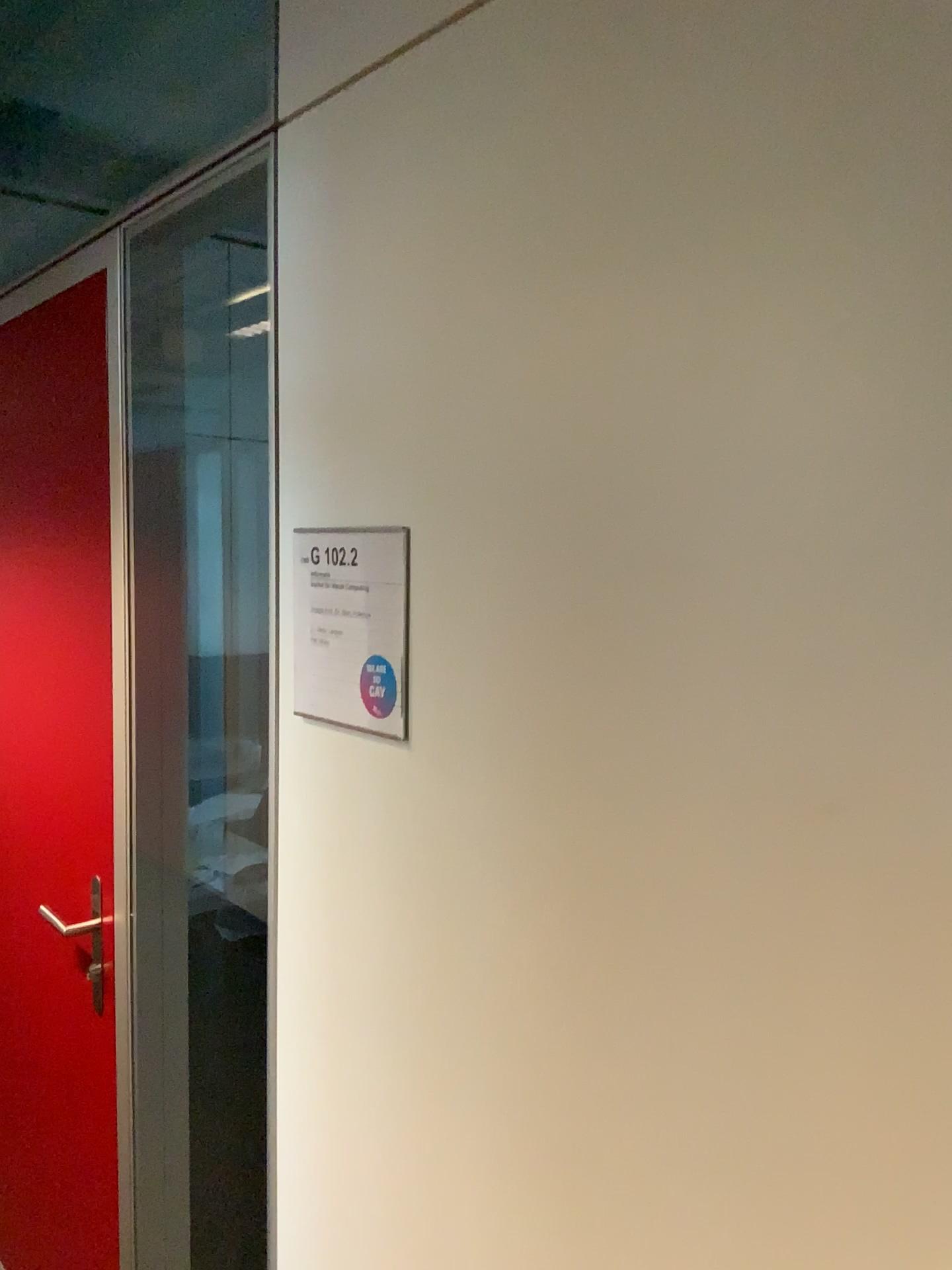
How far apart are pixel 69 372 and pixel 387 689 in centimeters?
111cm

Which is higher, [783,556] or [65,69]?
[65,69]

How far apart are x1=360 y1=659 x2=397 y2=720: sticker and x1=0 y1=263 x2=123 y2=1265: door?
0.9m

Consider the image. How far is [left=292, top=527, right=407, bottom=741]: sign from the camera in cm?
106

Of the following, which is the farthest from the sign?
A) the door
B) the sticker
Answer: the door

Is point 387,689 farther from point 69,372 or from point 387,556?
point 69,372

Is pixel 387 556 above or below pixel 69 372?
below

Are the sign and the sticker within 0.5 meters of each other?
yes

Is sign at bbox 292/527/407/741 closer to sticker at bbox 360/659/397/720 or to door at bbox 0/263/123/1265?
sticker at bbox 360/659/397/720

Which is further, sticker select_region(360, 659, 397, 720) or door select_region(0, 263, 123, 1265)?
door select_region(0, 263, 123, 1265)
